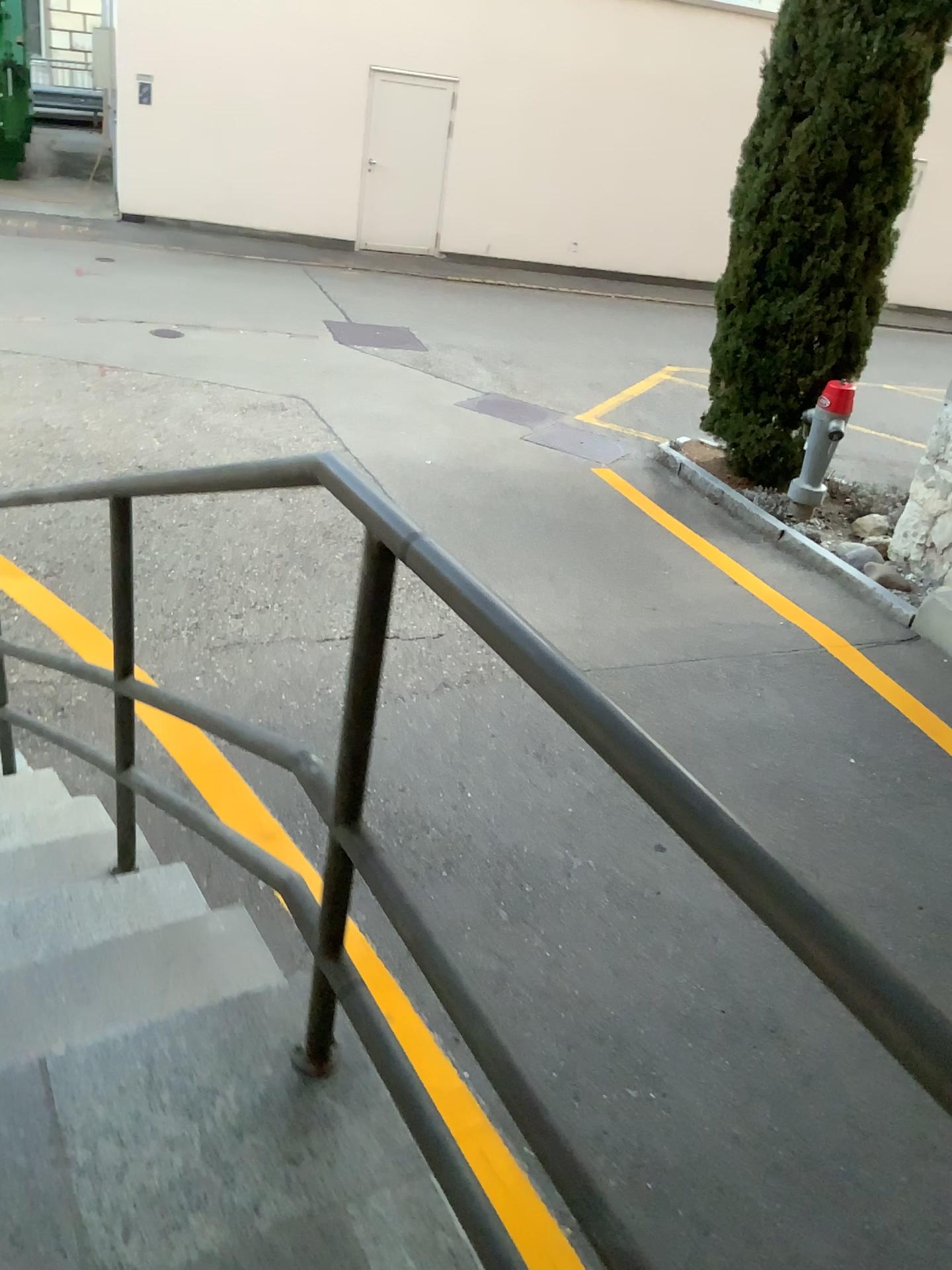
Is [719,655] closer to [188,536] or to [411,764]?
[411,764]
